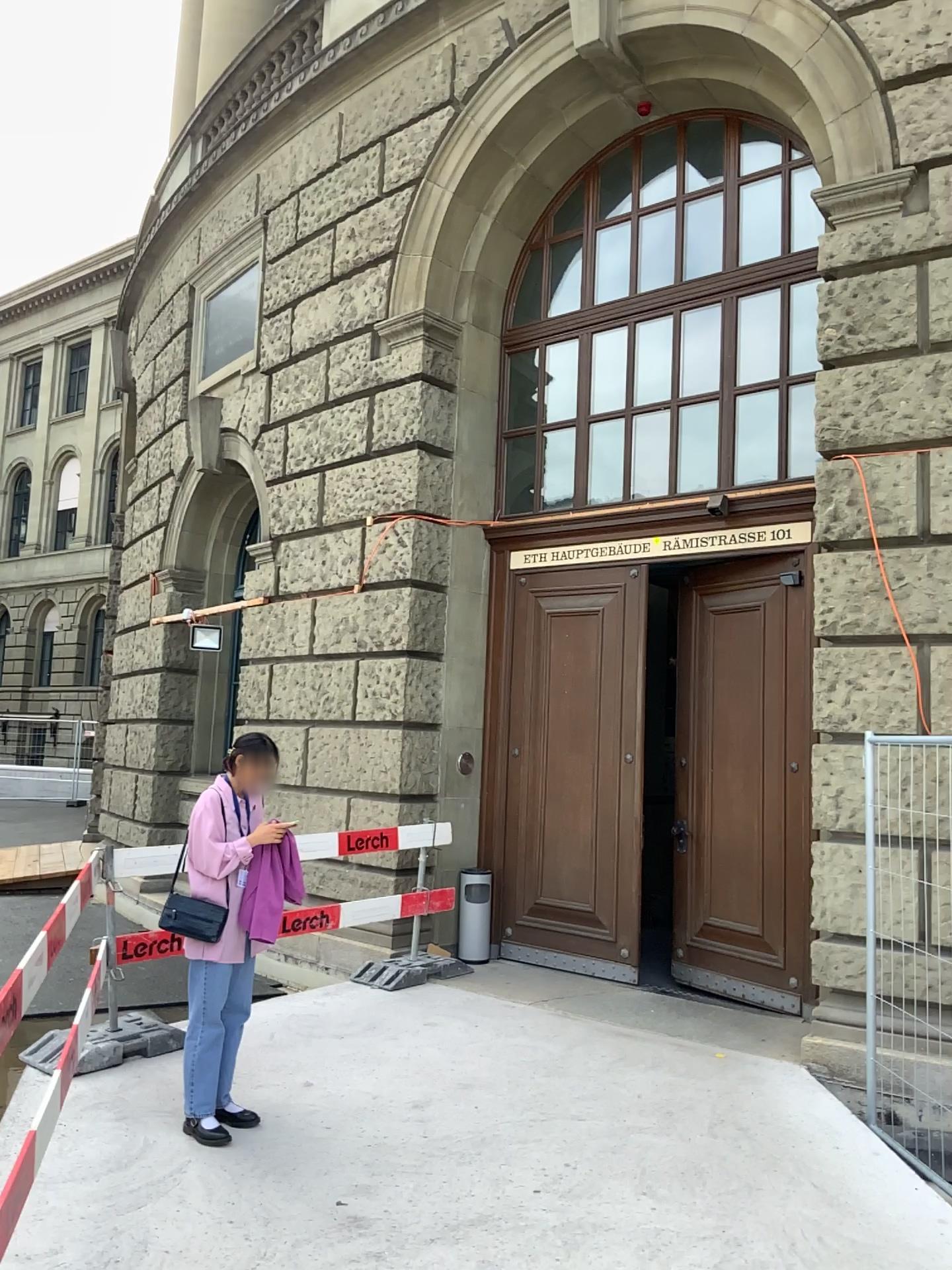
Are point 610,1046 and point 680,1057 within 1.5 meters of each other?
yes
